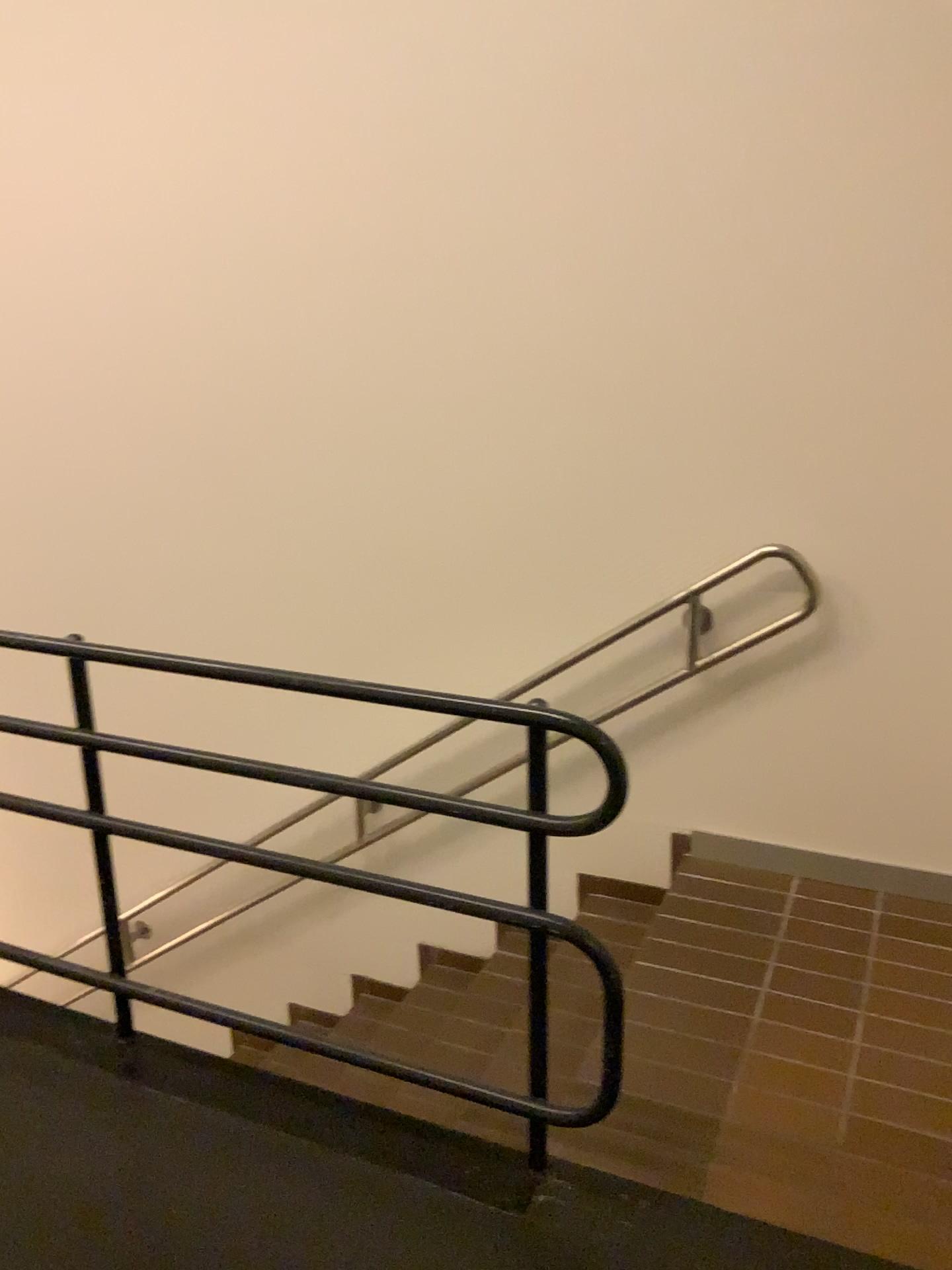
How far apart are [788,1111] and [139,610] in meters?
2.5 m
